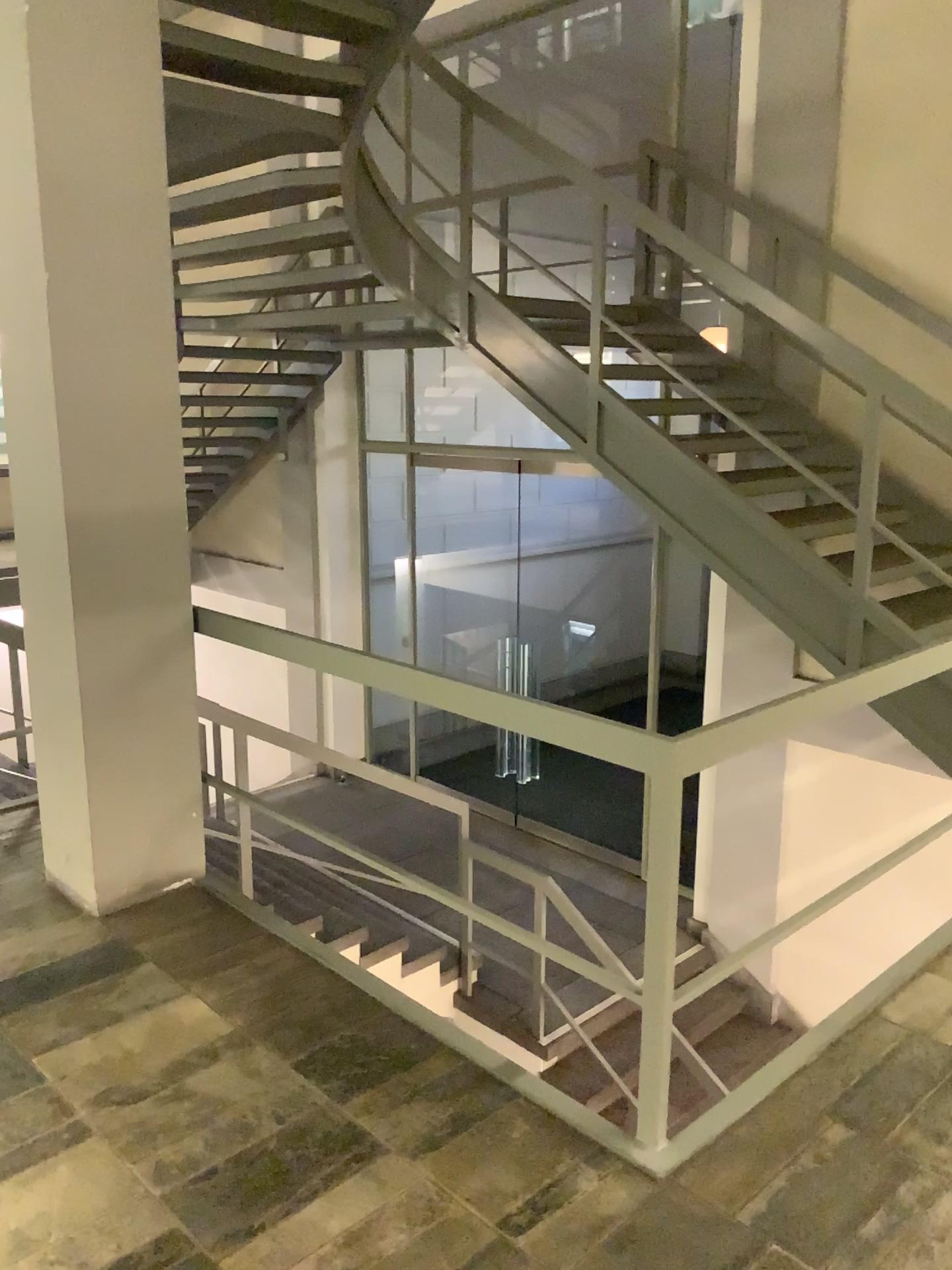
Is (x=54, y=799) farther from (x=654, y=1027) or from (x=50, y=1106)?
(x=654, y=1027)
